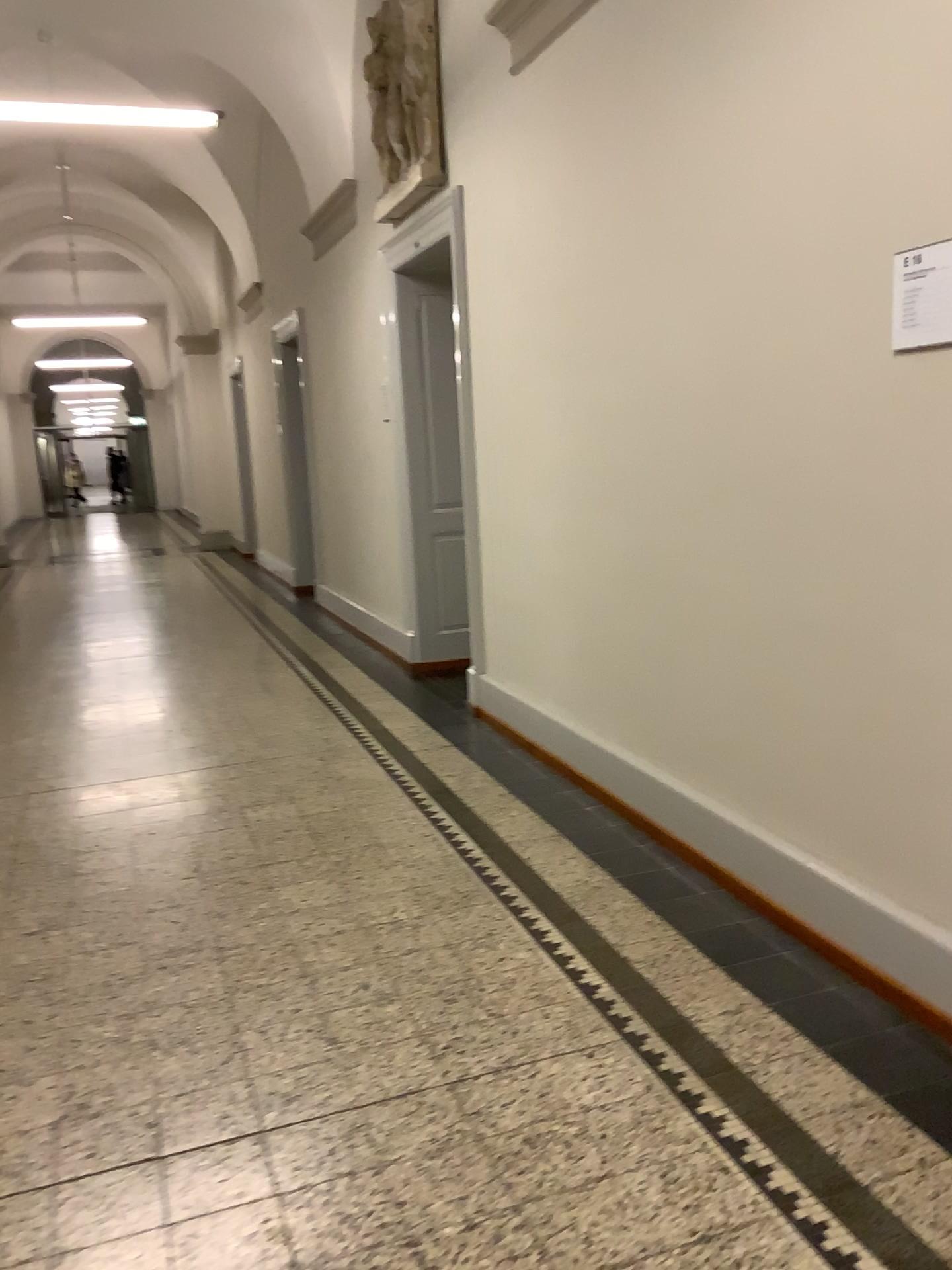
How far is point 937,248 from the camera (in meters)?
2.19

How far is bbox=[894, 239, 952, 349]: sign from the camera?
2.19m

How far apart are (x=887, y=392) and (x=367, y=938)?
1.96m
